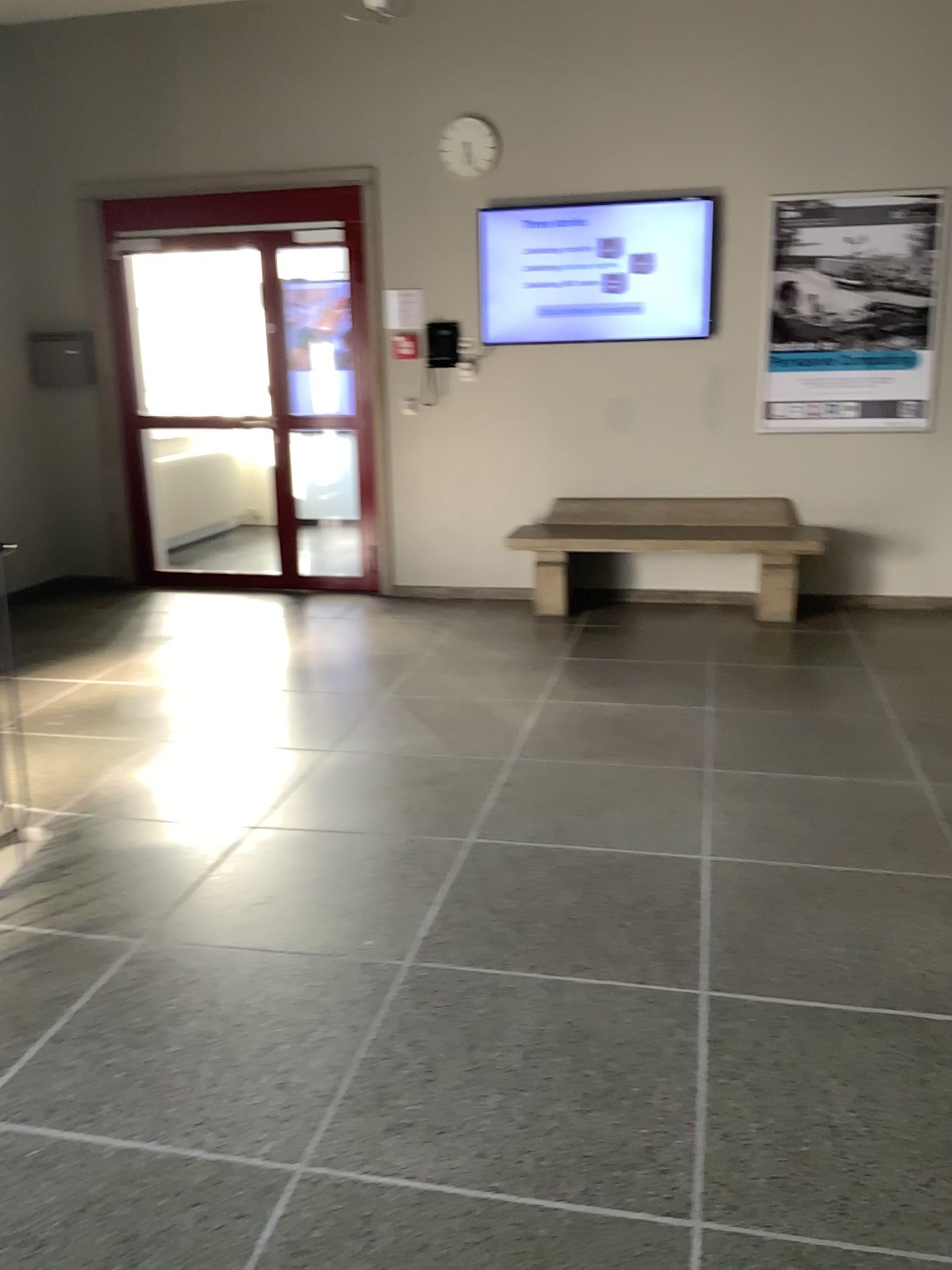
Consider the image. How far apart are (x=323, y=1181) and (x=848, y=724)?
2.8m
